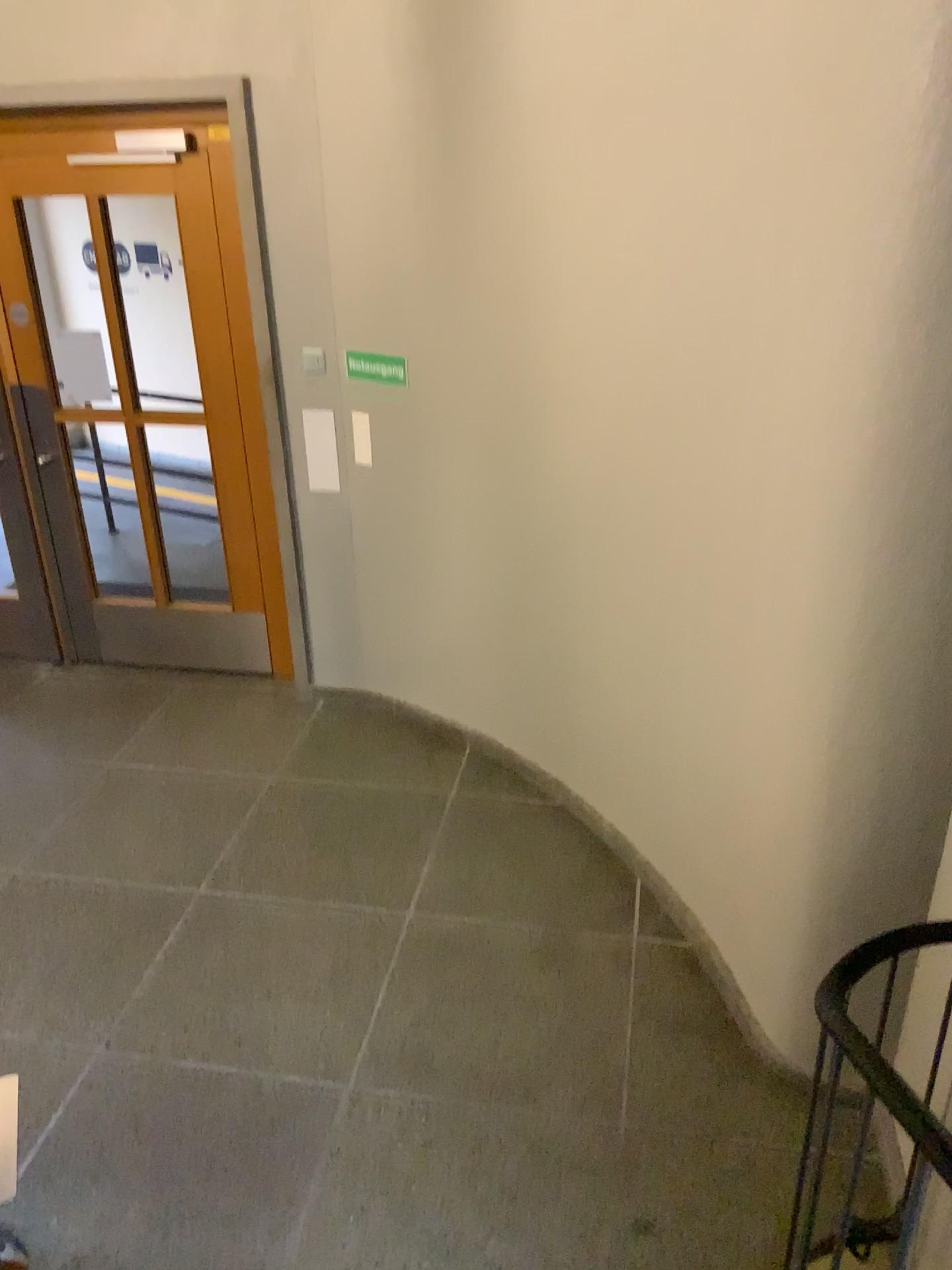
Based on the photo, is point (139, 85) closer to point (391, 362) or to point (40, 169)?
point (40, 169)

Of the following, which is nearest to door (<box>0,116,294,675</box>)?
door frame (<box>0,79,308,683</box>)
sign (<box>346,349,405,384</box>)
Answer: door frame (<box>0,79,308,683</box>)

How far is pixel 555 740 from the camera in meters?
3.9 m

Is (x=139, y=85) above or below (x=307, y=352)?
above

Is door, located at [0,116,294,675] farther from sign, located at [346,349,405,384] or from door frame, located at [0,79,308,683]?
sign, located at [346,349,405,384]

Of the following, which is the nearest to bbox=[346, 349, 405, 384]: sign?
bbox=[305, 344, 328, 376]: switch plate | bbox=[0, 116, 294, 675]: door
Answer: bbox=[305, 344, 328, 376]: switch plate

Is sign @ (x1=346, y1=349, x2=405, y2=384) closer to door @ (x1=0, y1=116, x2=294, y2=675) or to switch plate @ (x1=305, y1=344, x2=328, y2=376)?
switch plate @ (x1=305, y1=344, x2=328, y2=376)

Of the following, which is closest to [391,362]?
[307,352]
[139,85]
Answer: [307,352]
